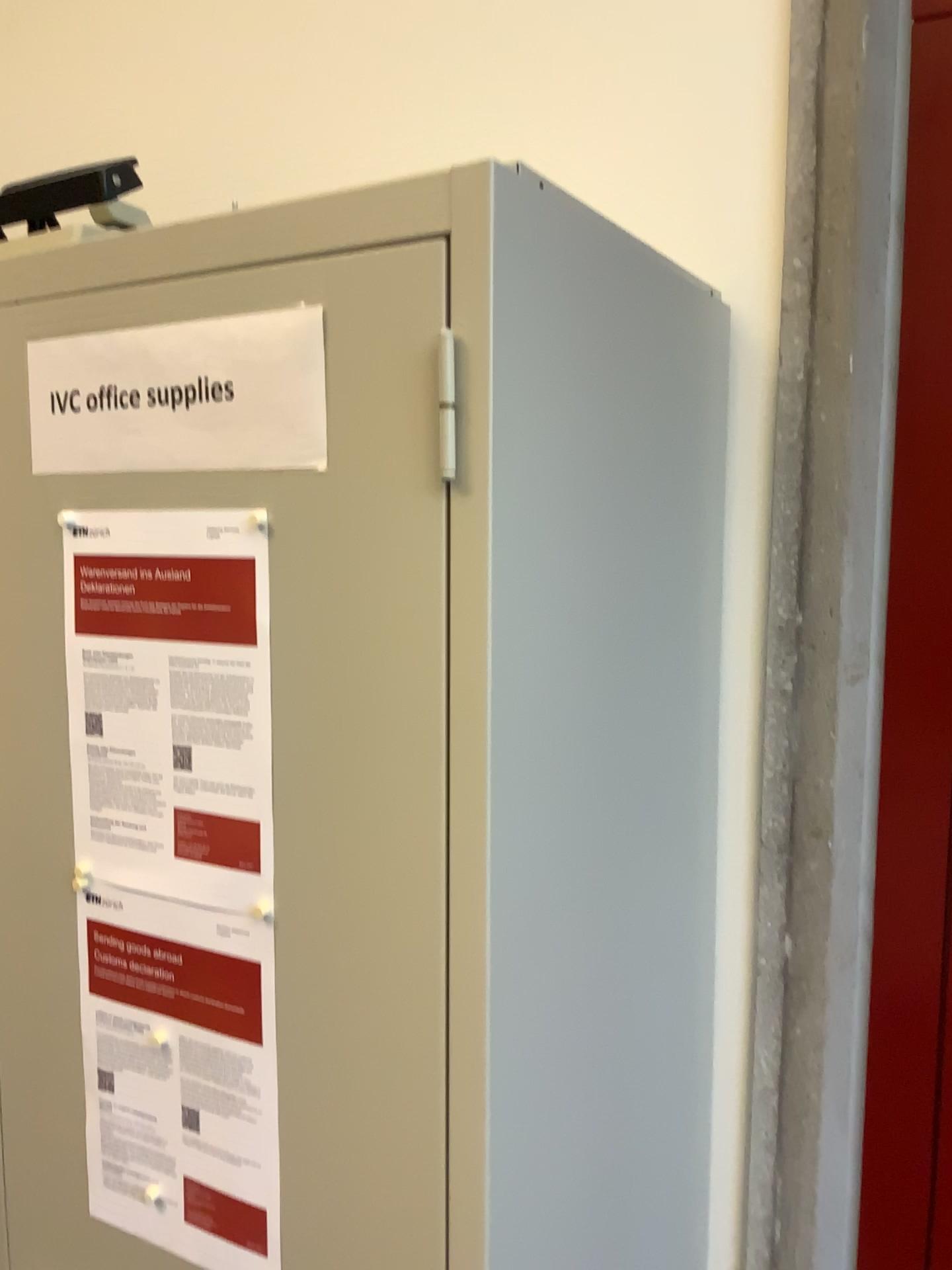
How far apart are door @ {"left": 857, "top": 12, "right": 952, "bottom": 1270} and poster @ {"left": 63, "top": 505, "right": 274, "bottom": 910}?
0.7 meters

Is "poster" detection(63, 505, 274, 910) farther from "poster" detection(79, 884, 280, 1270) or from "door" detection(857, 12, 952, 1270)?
"door" detection(857, 12, 952, 1270)

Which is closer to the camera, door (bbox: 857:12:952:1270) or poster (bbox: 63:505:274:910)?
poster (bbox: 63:505:274:910)

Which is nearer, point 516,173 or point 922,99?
point 516,173

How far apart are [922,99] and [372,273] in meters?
0.7 m

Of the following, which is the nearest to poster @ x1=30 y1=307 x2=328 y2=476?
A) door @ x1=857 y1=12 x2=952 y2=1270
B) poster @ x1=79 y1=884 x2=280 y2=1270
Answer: poster @ x1=79 y1=884 x2=280 y2=1270

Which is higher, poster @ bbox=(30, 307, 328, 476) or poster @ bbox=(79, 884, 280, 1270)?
poster @ bbox=(30, 307, 328, 476)

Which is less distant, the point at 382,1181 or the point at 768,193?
the point at 382,1181

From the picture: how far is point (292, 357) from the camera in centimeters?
72cm

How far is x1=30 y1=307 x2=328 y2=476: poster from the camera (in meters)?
0.72
